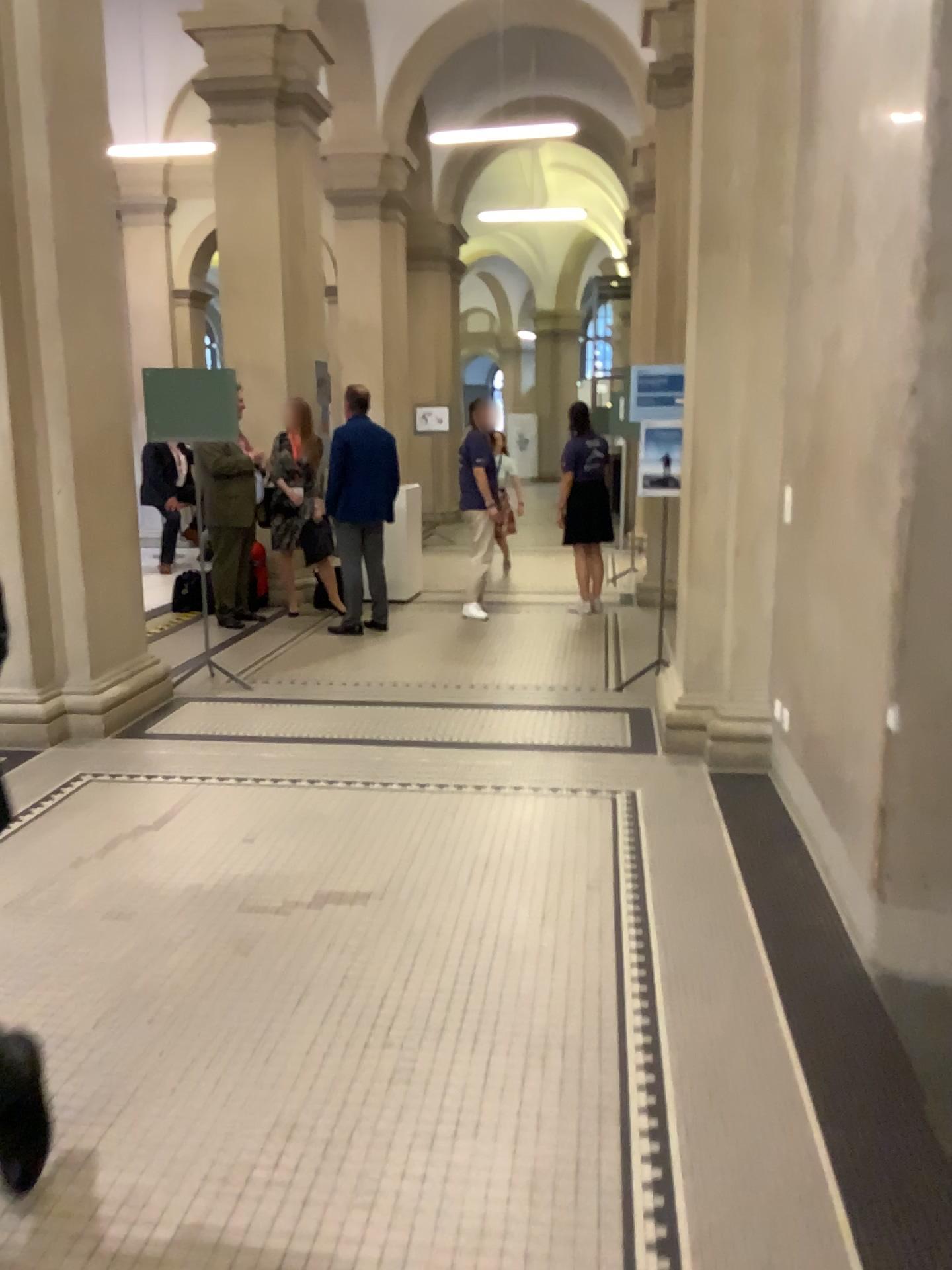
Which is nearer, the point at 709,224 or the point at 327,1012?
the point at 327,1012
